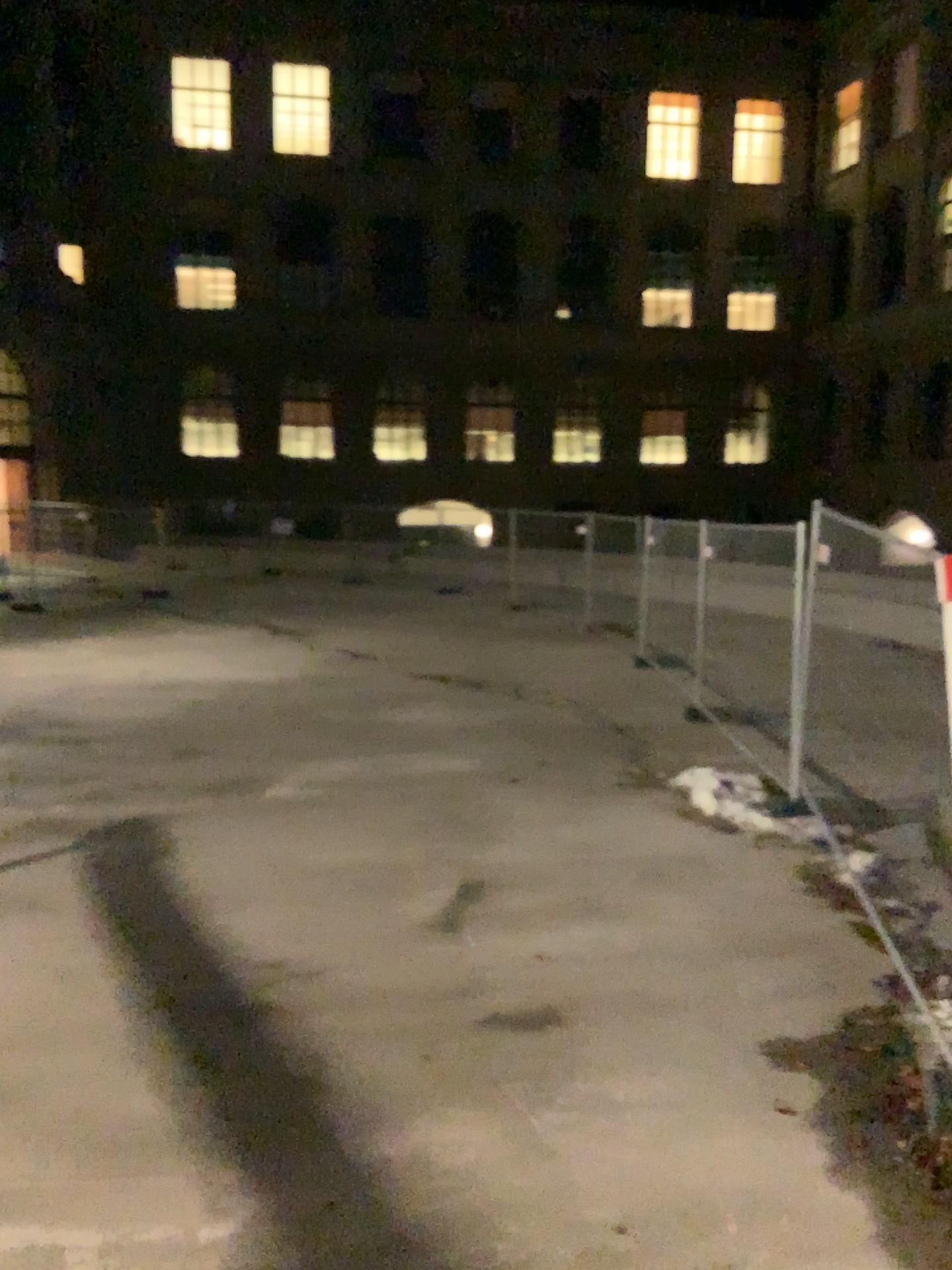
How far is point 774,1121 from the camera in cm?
381
